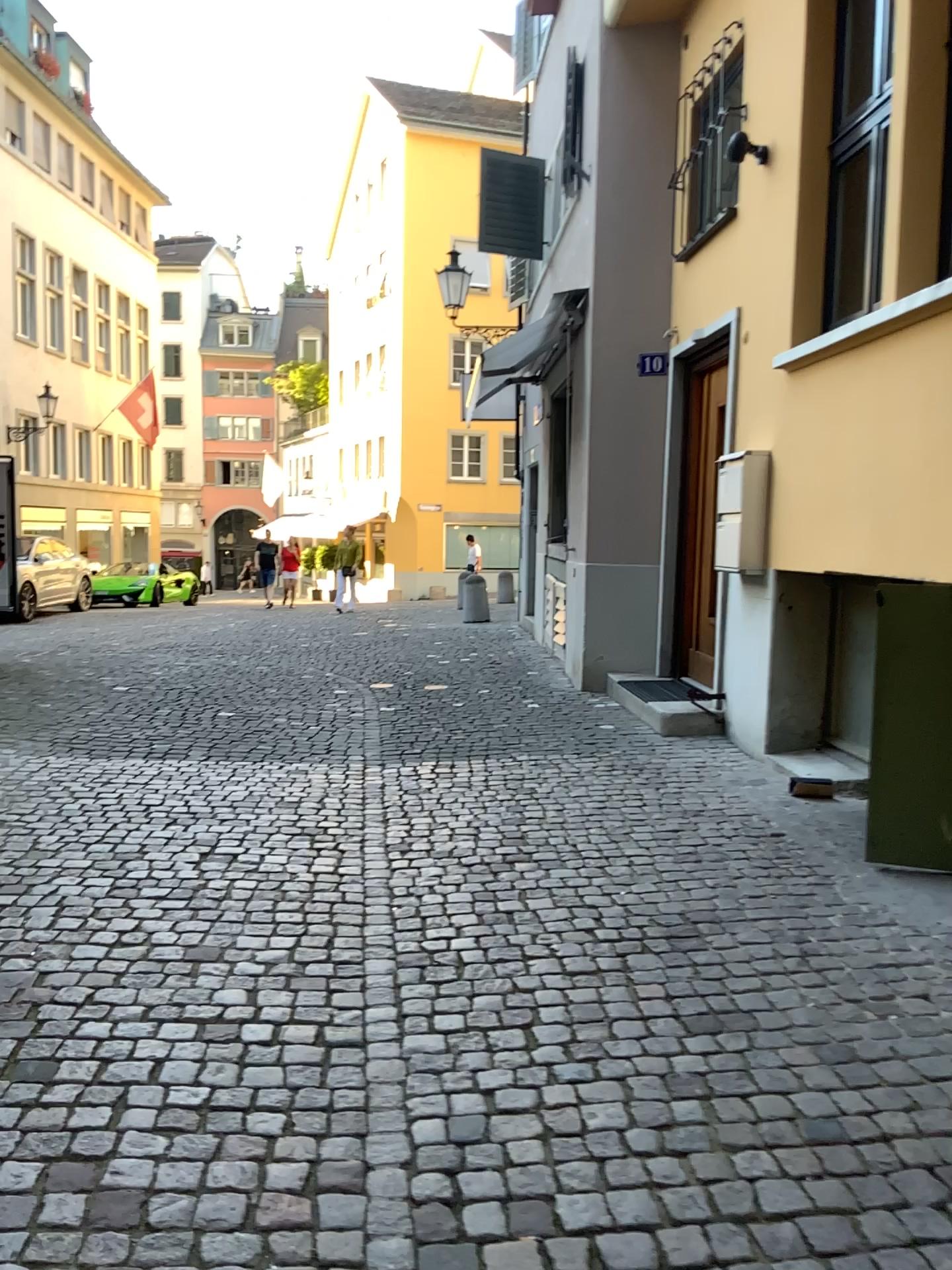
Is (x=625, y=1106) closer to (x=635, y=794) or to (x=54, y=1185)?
(x=54, y=1185)
